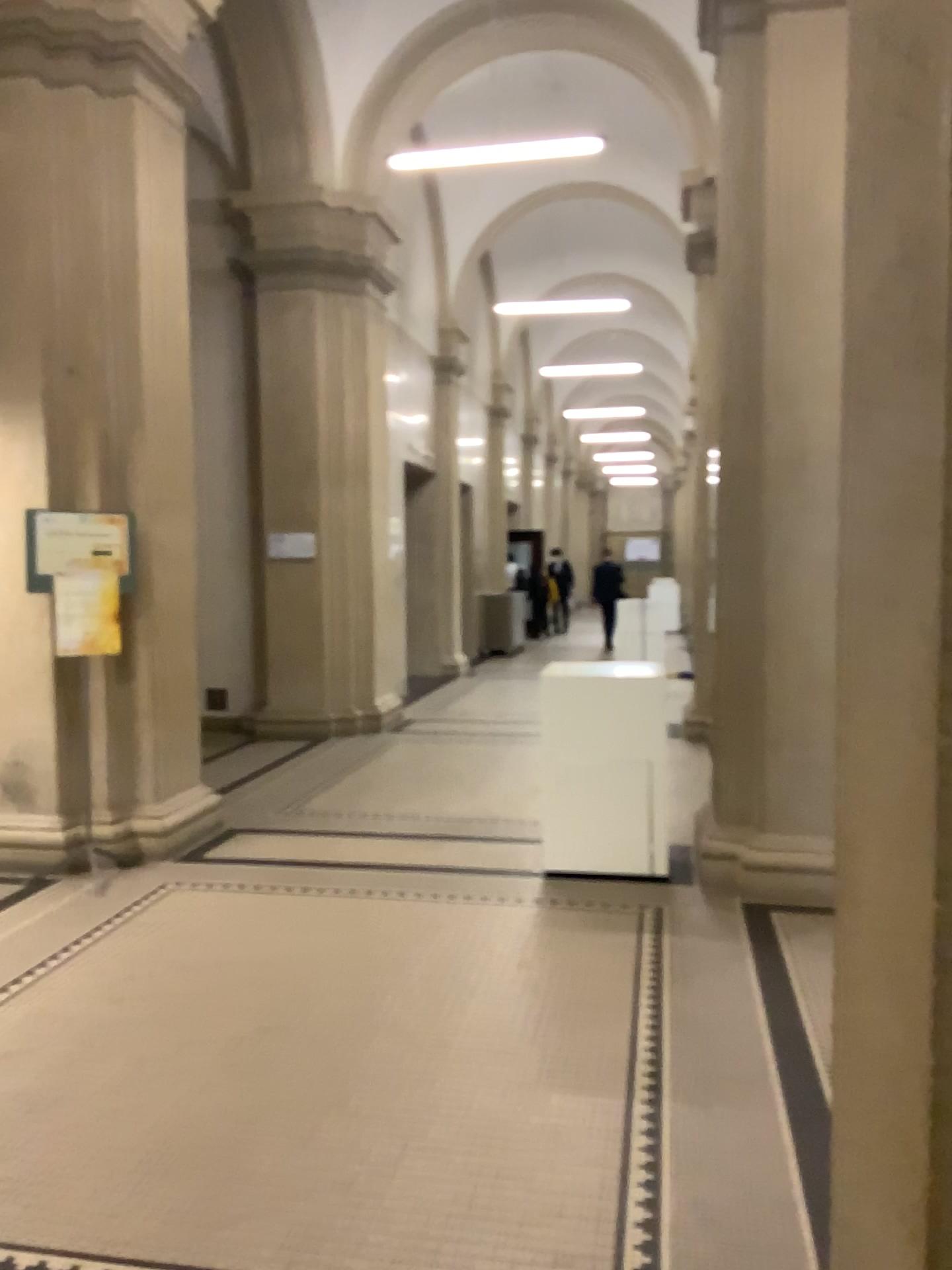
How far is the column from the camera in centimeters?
97cm

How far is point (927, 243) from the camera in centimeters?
97cm

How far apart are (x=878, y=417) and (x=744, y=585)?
3.8m
